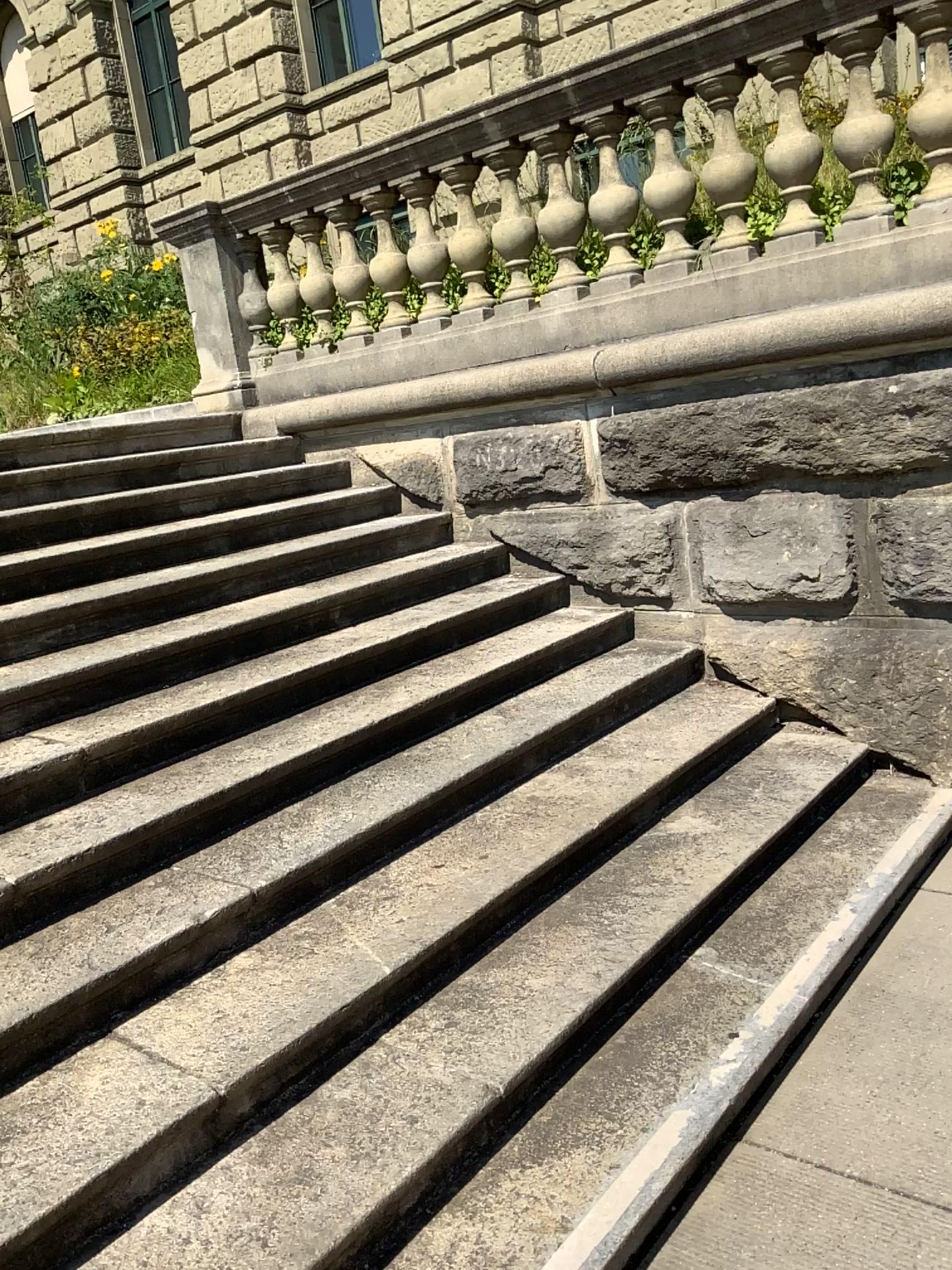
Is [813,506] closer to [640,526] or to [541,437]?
[640,526]

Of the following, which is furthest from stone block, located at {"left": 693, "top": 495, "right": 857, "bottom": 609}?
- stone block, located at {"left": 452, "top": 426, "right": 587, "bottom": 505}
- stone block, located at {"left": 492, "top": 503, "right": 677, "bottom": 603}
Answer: stone block, located at {"left": 452, "top": 426, "right": 587, "bottom": 505}

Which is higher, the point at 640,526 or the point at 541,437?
the point at 541,437

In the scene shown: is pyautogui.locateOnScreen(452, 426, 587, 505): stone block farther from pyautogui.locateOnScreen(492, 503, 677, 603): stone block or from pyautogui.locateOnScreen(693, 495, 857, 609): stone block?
pyautogui.locateOnScreen(693, 495, 857, 609): stone block

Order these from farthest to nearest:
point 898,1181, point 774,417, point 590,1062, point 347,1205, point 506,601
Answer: point 506,601
point 774,417
point 590,1062
point 898,1181
point 347,1205

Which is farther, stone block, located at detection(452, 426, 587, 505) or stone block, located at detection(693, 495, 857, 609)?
stone block, located at detection(452, 426, 587, 505)

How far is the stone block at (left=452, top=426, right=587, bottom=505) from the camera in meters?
4.4

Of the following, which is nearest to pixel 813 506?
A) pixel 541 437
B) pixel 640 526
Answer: pixel 640 526

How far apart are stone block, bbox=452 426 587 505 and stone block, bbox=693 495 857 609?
0.6m
